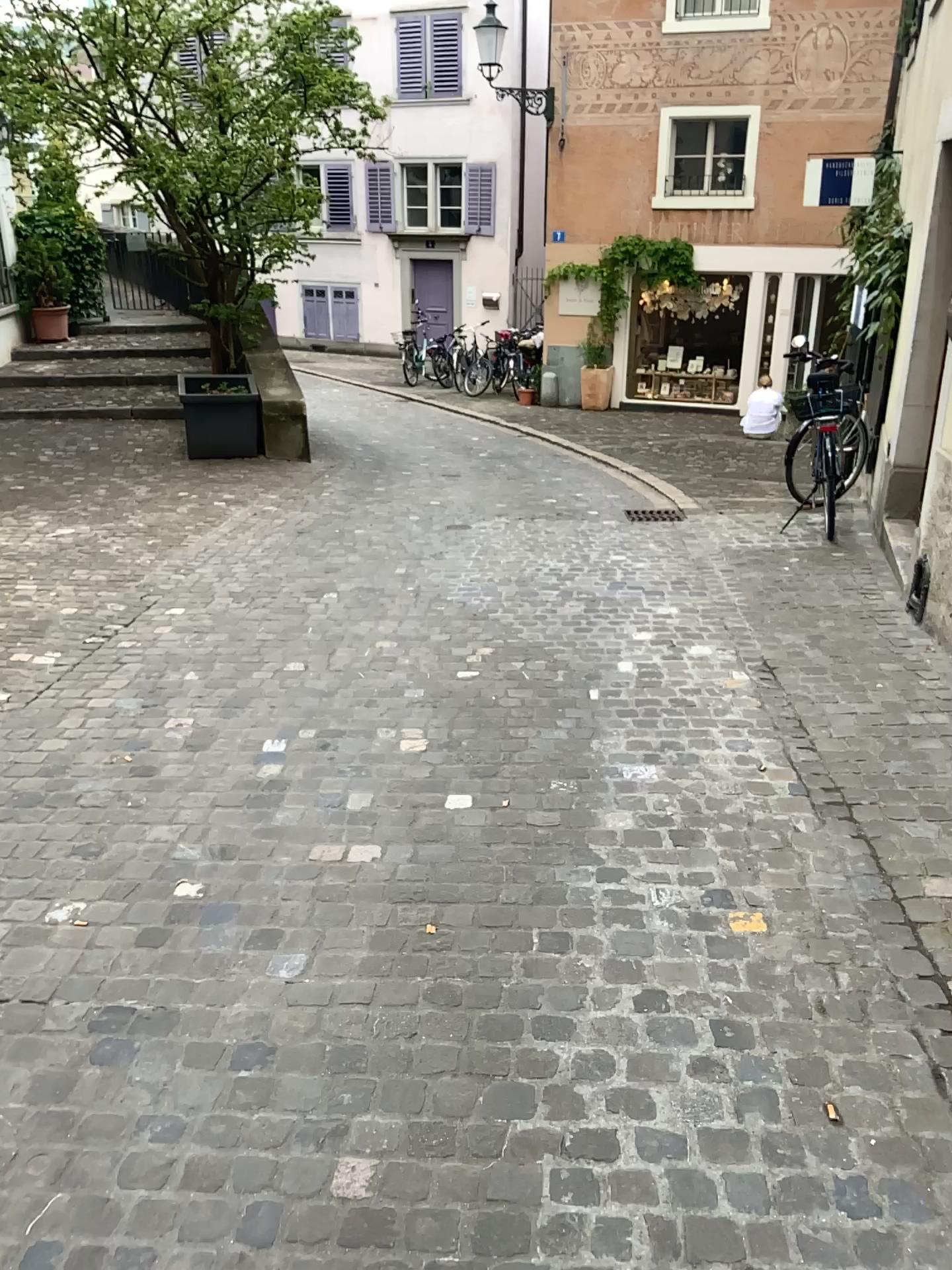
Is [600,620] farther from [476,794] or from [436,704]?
[476,794]
